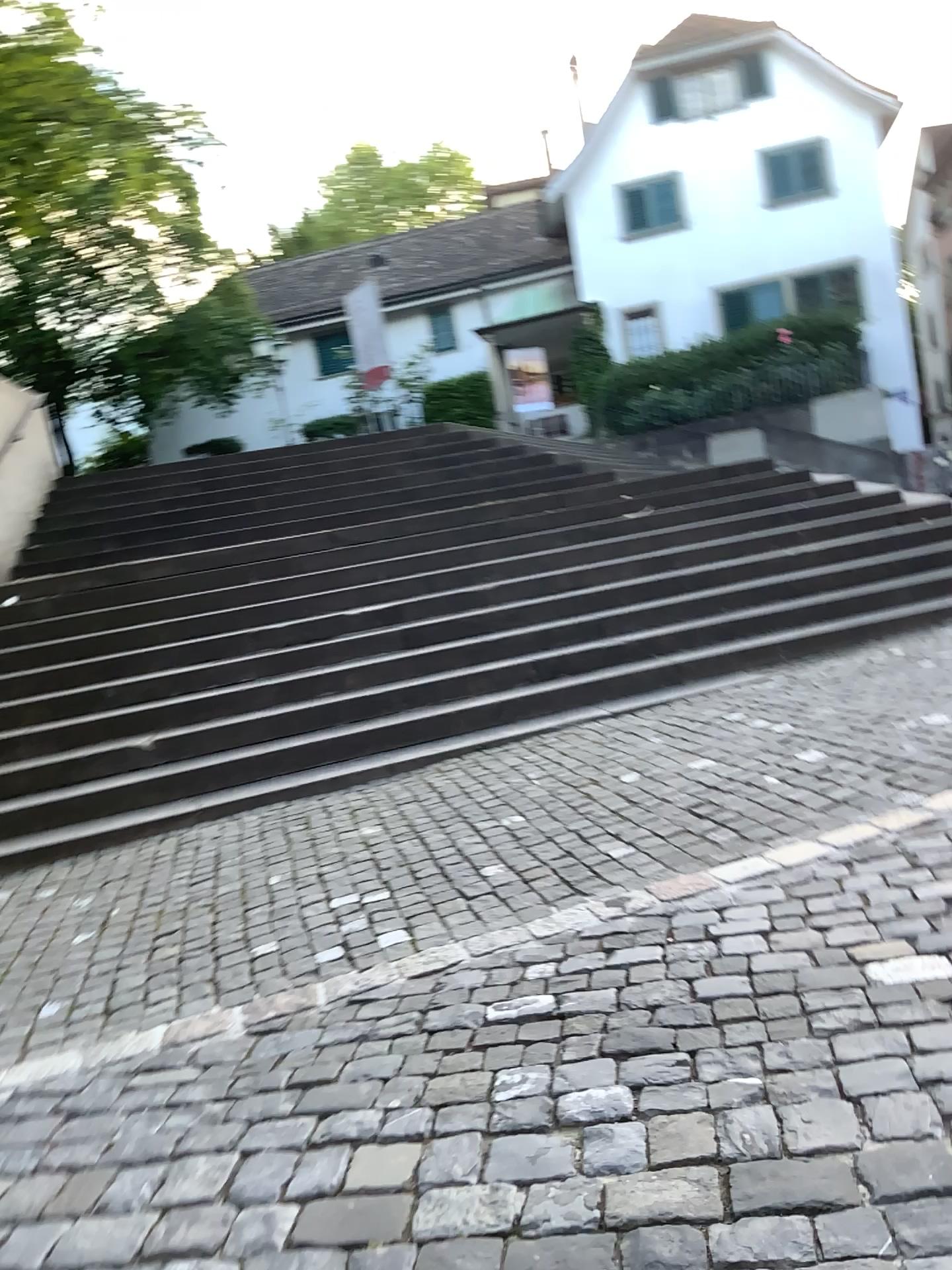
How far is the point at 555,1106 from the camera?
2.32m
